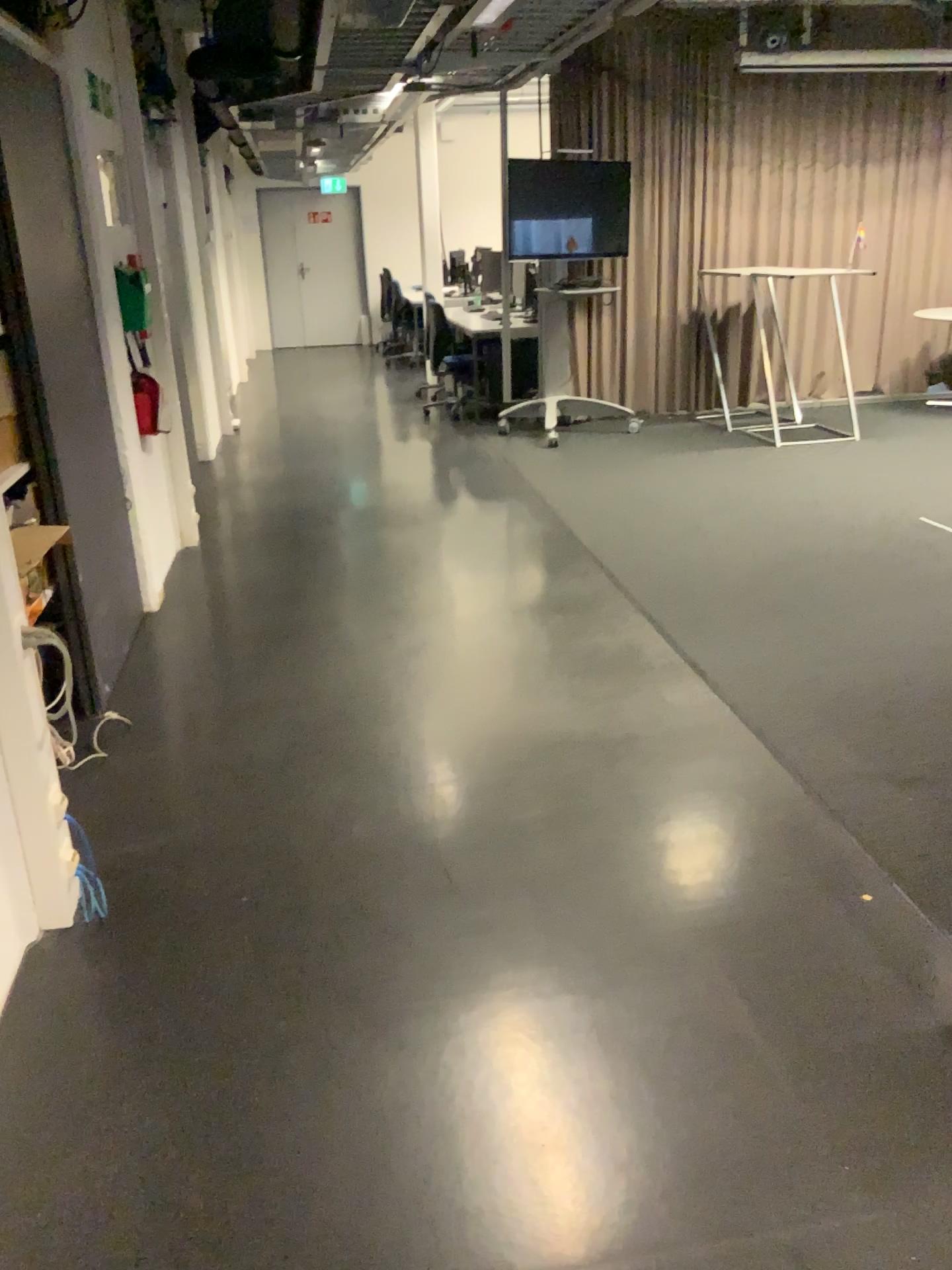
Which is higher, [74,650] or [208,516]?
[74,650]
